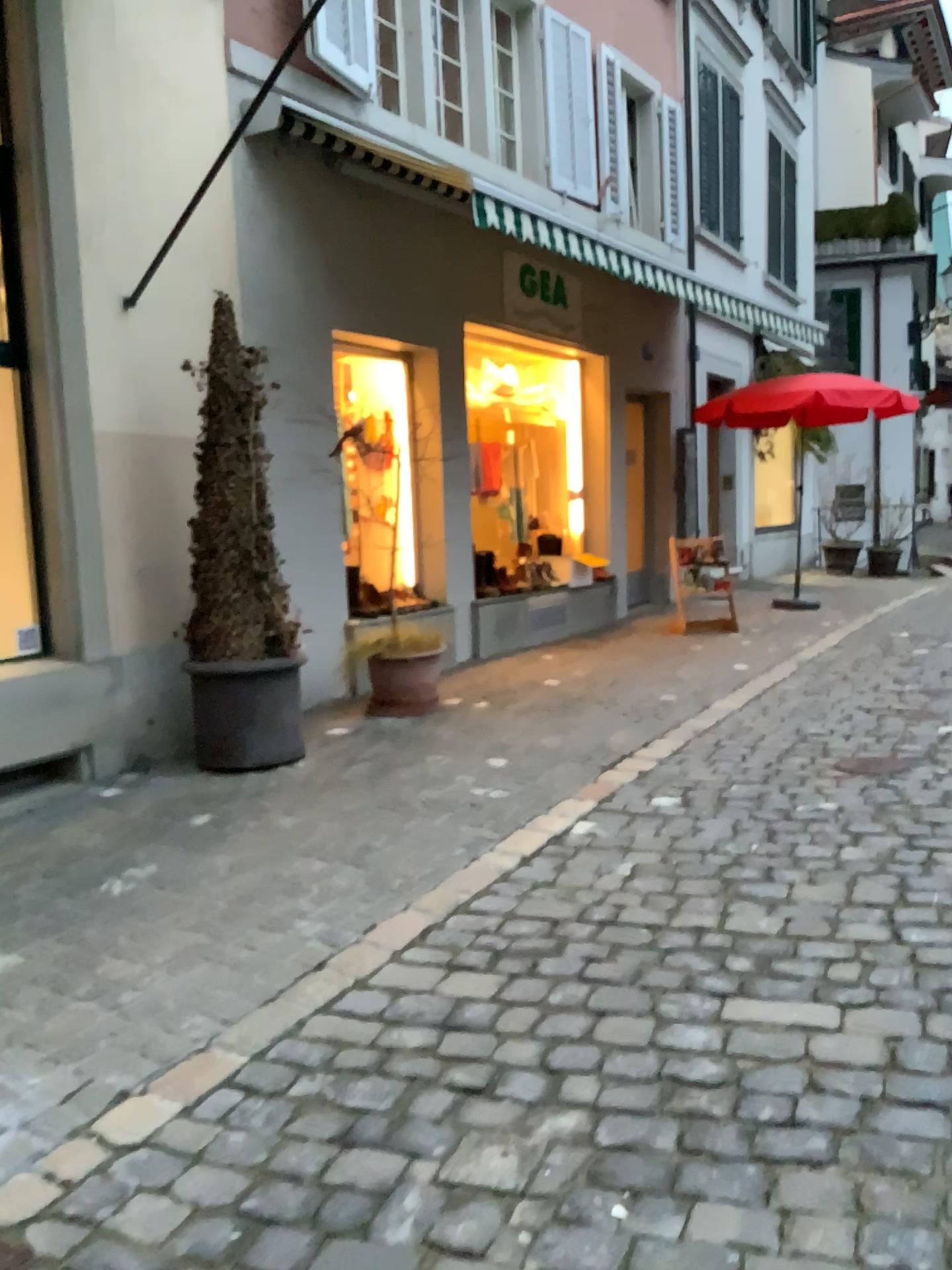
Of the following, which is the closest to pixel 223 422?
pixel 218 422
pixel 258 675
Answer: pixel 218 422

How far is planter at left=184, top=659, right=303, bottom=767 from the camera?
4.87m

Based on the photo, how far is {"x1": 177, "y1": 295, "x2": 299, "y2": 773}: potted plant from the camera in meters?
4.9 m

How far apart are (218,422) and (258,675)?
1.2 meters

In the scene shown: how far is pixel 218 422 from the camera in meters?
4.9

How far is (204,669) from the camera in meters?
4.9 m

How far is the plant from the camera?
4.88m
